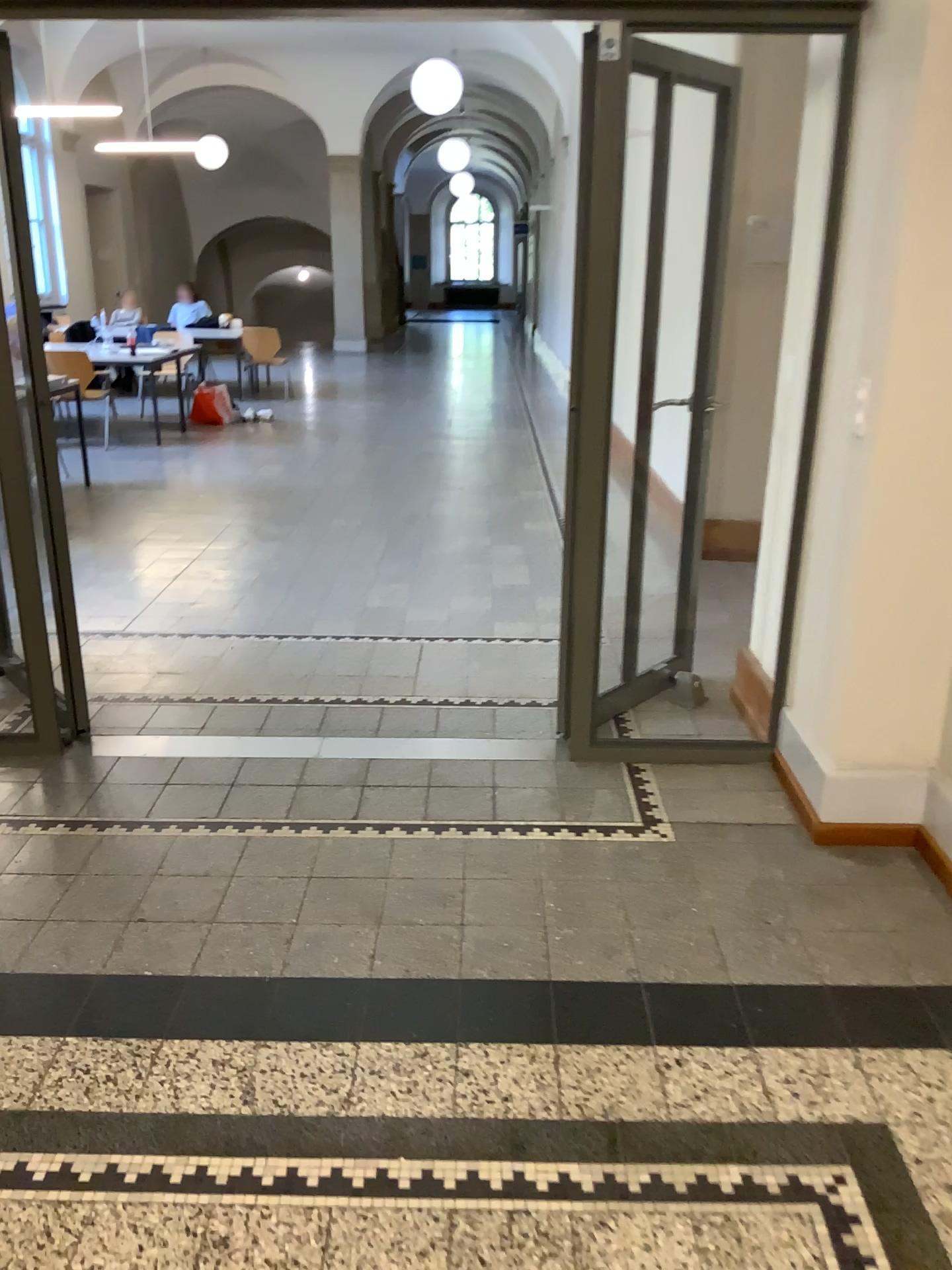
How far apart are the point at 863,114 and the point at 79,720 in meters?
2.9
